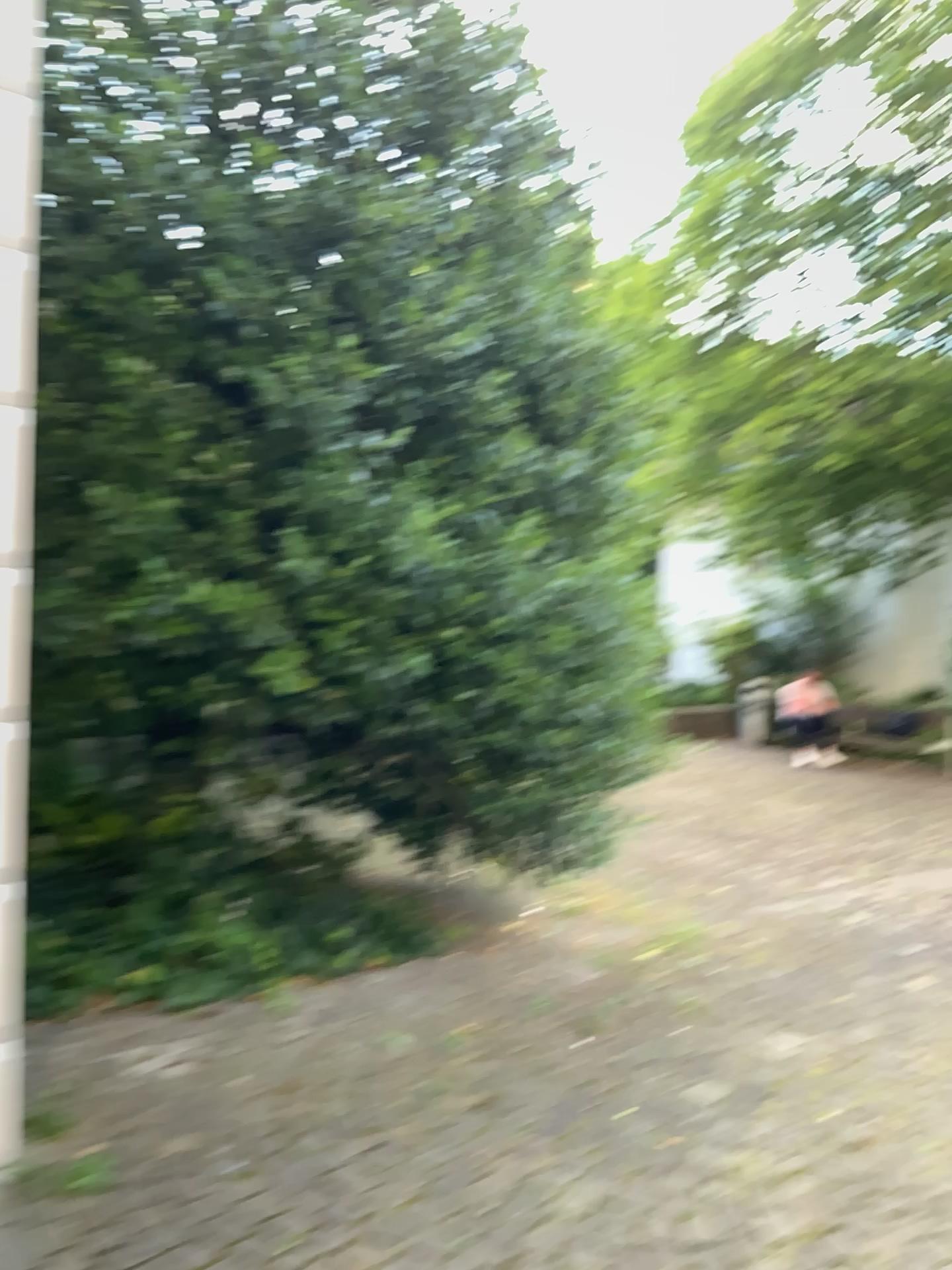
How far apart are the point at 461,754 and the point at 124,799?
1.4 meters
